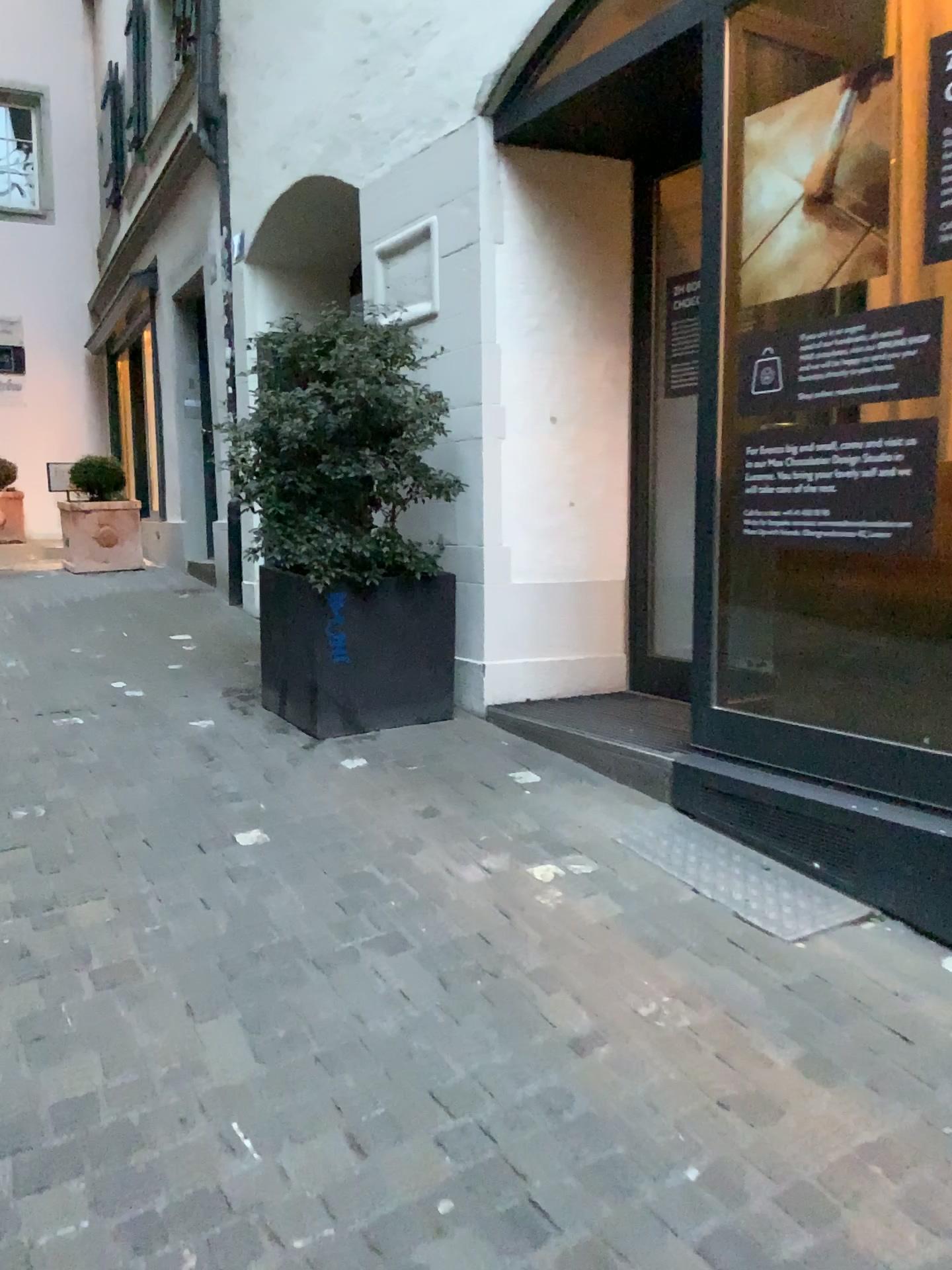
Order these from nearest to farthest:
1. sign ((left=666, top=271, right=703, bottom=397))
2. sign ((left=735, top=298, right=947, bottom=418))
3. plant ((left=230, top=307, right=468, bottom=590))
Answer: sign ((left=735, top=298, right=947, bottom=418))
plant ((left=230, top=307, right=468, bottom=590))
sign ((left=666, top=271, right=703, bottom=397))

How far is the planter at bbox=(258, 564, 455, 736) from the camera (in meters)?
3.98

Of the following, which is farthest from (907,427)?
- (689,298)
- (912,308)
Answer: (689,298)

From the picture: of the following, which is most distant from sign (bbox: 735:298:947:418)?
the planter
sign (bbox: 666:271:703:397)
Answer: the planter

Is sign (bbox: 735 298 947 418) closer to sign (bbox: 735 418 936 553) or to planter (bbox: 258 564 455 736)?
sign (bbox: 735 418 936 553)

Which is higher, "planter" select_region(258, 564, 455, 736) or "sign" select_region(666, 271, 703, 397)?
"sign" select_region(666, 271, 703, 397)

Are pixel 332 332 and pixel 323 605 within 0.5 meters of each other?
no

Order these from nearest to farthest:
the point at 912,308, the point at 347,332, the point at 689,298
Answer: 1. the point at 912,308
2. the point at 347,332
3. the point at 689,298

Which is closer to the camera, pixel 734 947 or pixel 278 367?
pixel 734 947

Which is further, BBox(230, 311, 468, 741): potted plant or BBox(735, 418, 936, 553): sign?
BBox(230, 311, 468, 741): potted plant
